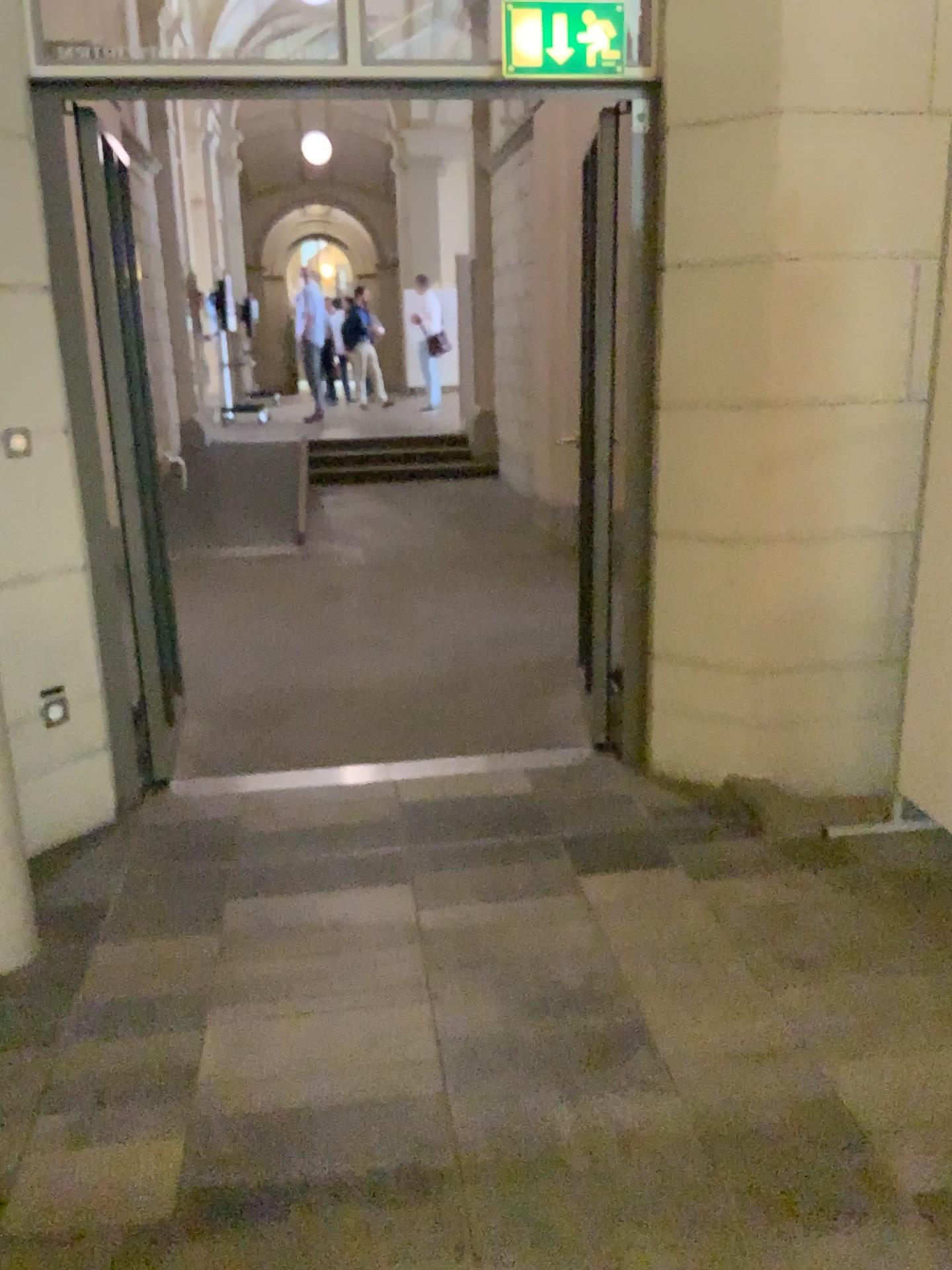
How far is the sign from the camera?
3.1 meters

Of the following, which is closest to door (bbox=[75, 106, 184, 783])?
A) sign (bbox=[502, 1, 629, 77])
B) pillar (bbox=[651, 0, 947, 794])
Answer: sign (bbox=[502, 1, 629, 77])

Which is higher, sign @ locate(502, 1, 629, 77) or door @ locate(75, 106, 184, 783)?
sign @ locate(502, 1, 629, 77)

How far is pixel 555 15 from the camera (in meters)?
3.09

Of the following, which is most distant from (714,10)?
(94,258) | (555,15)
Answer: (94,258)

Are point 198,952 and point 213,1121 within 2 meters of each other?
yes

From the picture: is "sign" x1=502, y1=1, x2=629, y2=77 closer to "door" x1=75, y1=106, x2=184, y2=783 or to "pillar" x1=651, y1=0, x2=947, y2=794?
"pillar" x1=651, y1=0, x2=947, y2=794

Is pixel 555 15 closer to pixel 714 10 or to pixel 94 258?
pixel 714 10
